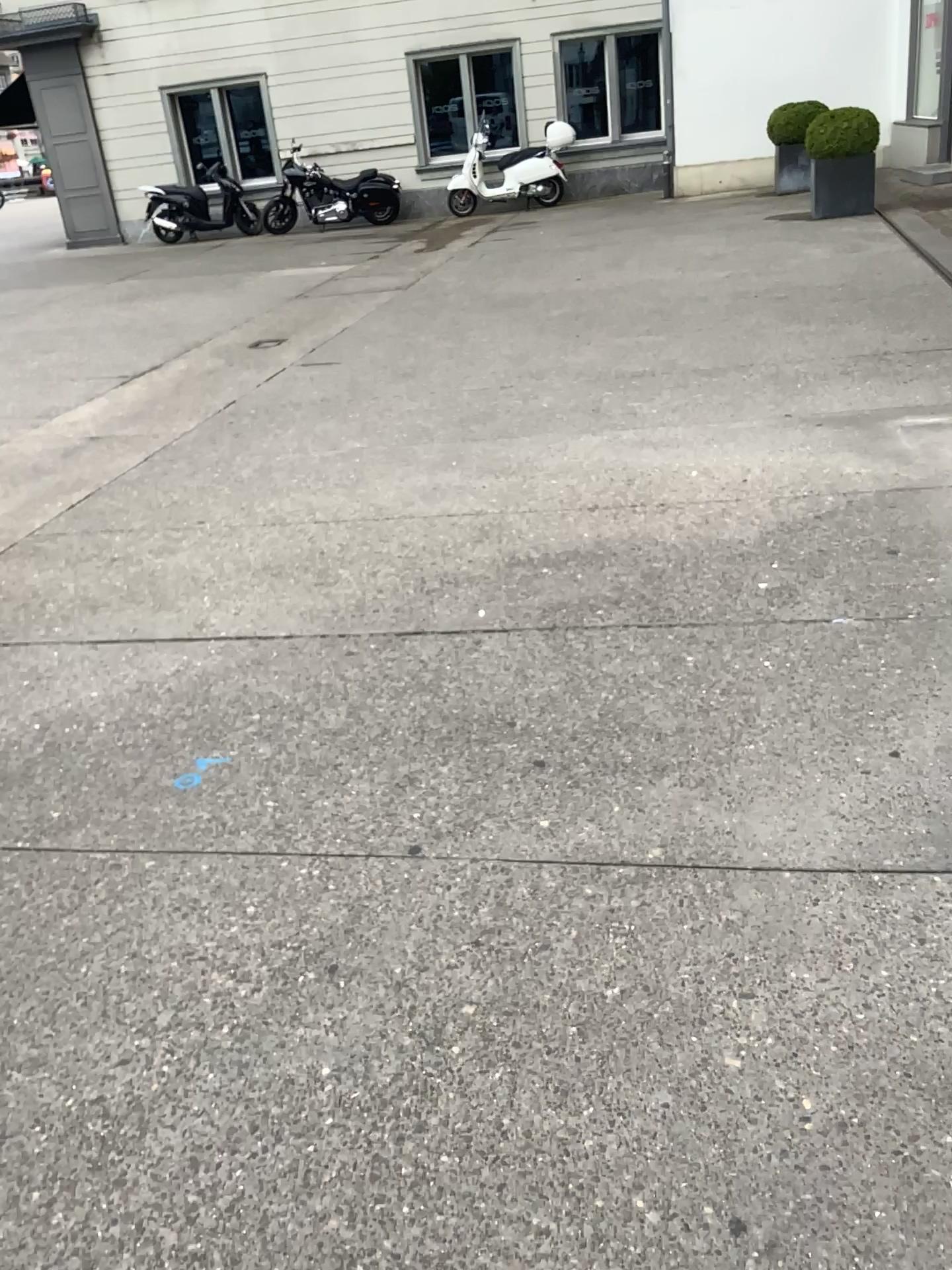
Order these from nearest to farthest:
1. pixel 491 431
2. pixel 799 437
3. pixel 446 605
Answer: pixel 446 605
pixel 799 437
pixel 491 431
